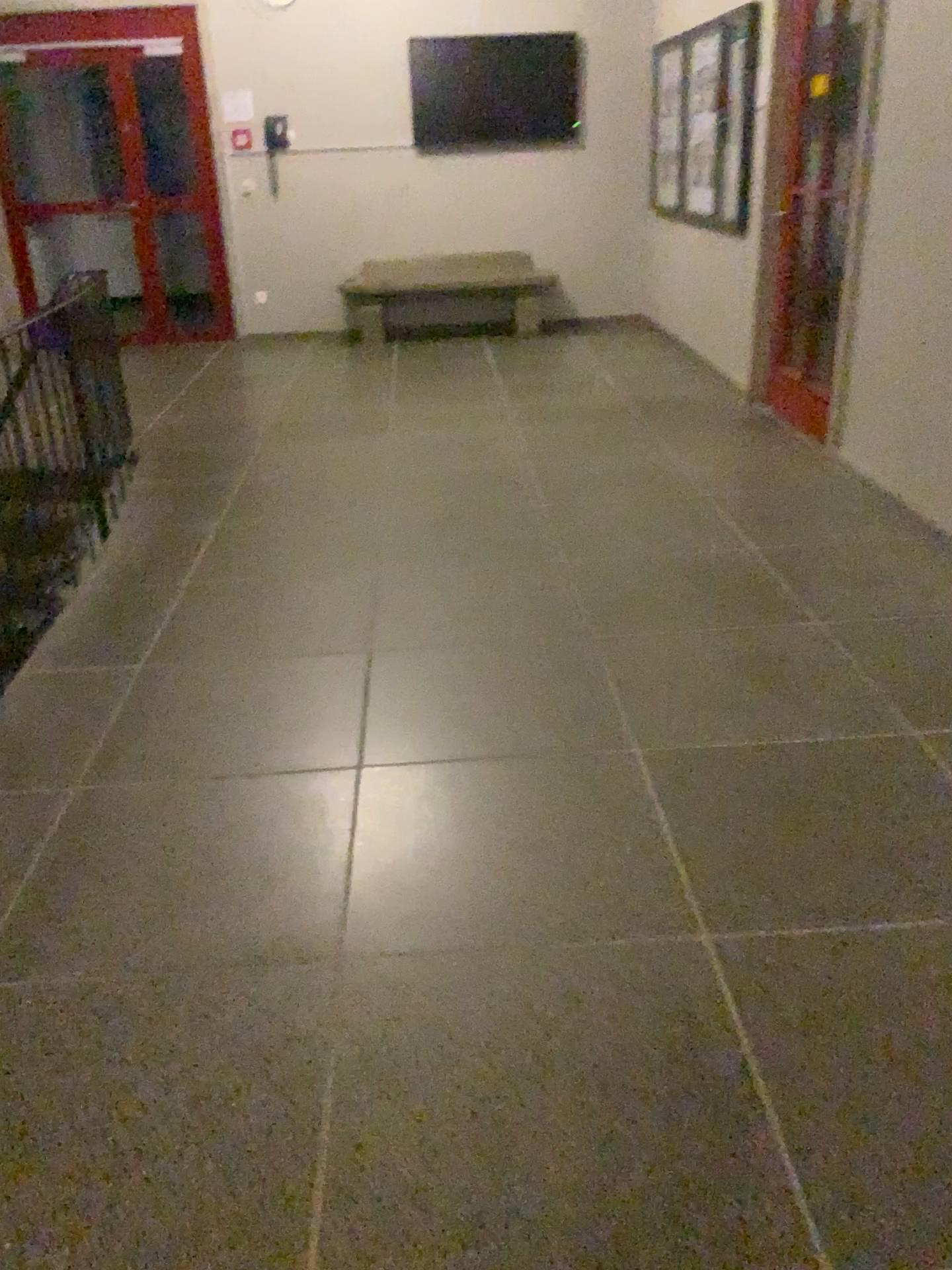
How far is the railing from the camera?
3.52m

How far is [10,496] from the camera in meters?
3.5

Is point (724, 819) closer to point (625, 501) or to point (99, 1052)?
point (99, 1052)
